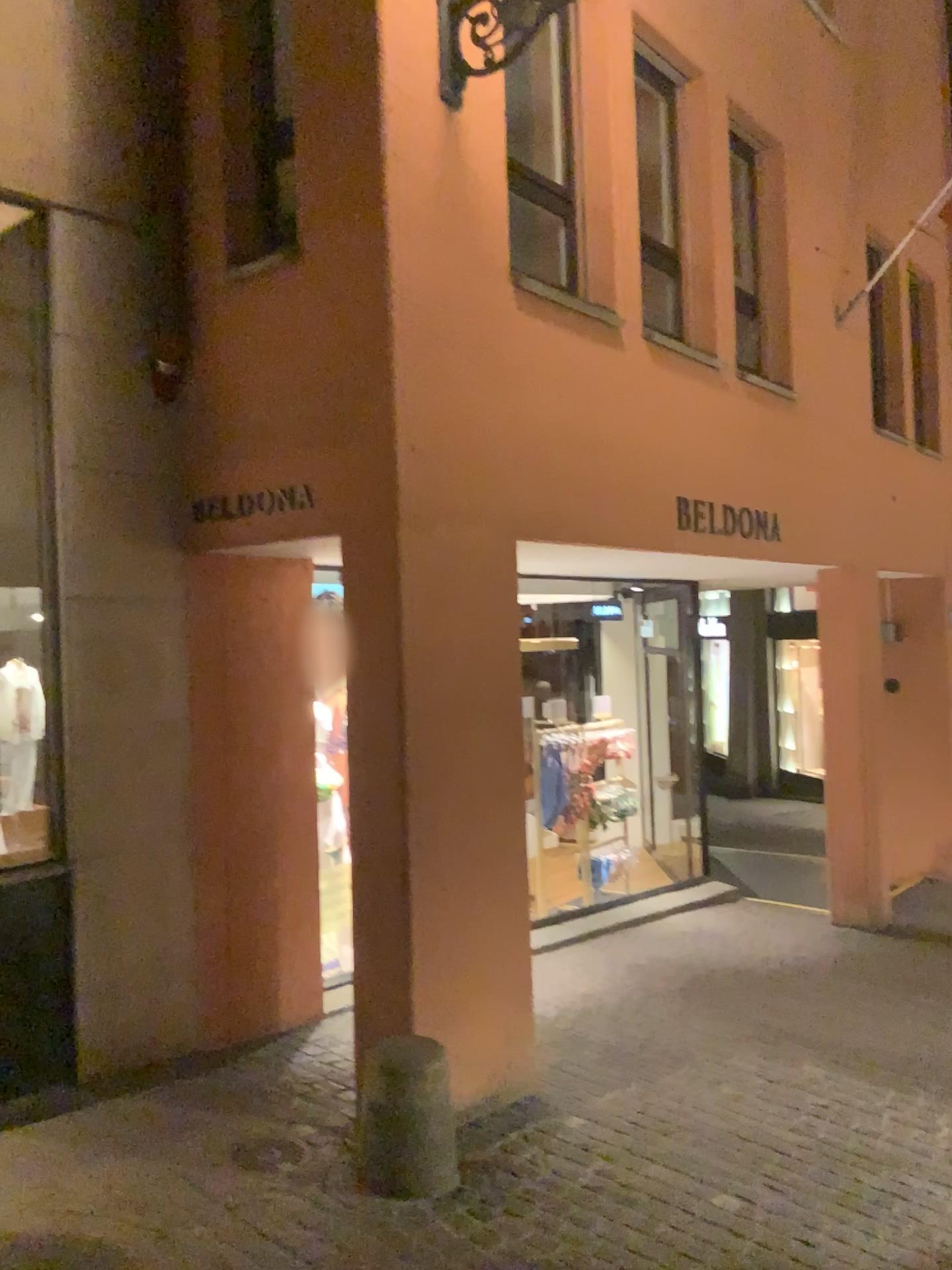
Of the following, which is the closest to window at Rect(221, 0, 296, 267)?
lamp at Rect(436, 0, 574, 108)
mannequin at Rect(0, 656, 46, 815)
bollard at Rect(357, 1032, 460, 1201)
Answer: lamp at Rect(436, 0, 574, 108)

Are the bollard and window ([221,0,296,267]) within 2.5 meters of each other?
no

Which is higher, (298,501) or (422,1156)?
(298,501)

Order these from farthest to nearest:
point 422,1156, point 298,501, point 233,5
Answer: point 233,5, point 298,501, point 422,1156

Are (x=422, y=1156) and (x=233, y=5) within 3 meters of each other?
no

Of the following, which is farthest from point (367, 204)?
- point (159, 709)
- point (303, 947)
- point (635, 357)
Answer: point (303, 947)

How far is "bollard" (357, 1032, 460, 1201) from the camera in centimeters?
325cm

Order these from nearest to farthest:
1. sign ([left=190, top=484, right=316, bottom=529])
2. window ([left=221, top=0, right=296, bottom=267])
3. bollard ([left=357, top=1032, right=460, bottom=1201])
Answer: bollard ([left=357, top=1032, right=460, bottom=1201]), sign ([left=190, top=484, right=316, bottom=529]), window ([left=221, top=0, right=296, bottom=267])

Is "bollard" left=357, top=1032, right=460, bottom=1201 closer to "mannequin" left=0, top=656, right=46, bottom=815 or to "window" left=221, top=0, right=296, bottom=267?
"mannequin" left=0, top=656, right=46, bottom=815

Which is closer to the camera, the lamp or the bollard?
the bollard
